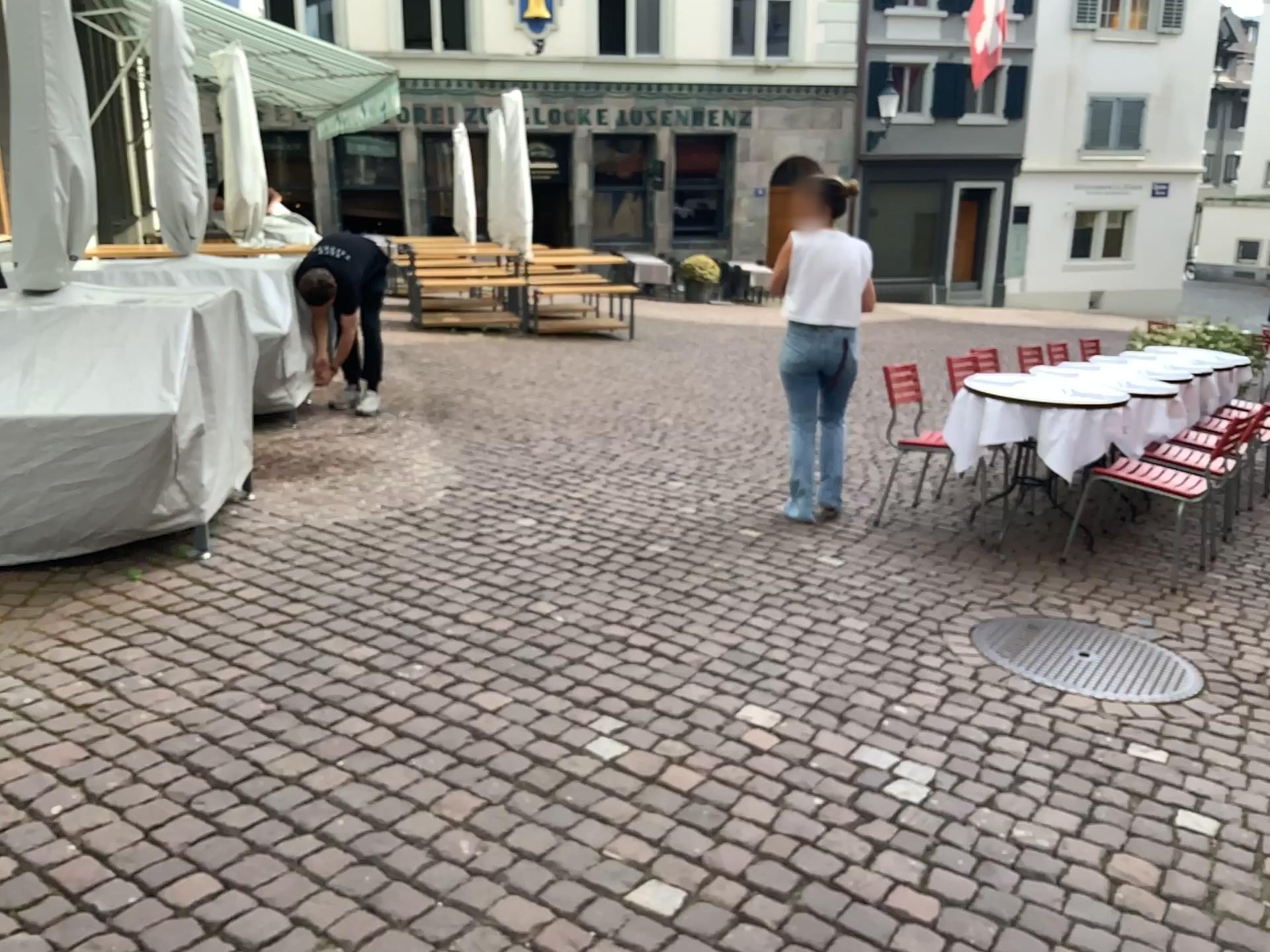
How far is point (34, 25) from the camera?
3.7m

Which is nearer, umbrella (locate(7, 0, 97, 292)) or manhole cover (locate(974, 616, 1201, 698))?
manhole cover (locate(974, 616, 1201, 698))

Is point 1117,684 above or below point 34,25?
below

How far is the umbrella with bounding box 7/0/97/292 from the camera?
3.70m

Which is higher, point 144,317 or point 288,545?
point 144,317

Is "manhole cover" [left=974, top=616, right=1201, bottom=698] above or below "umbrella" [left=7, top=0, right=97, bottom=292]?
below
